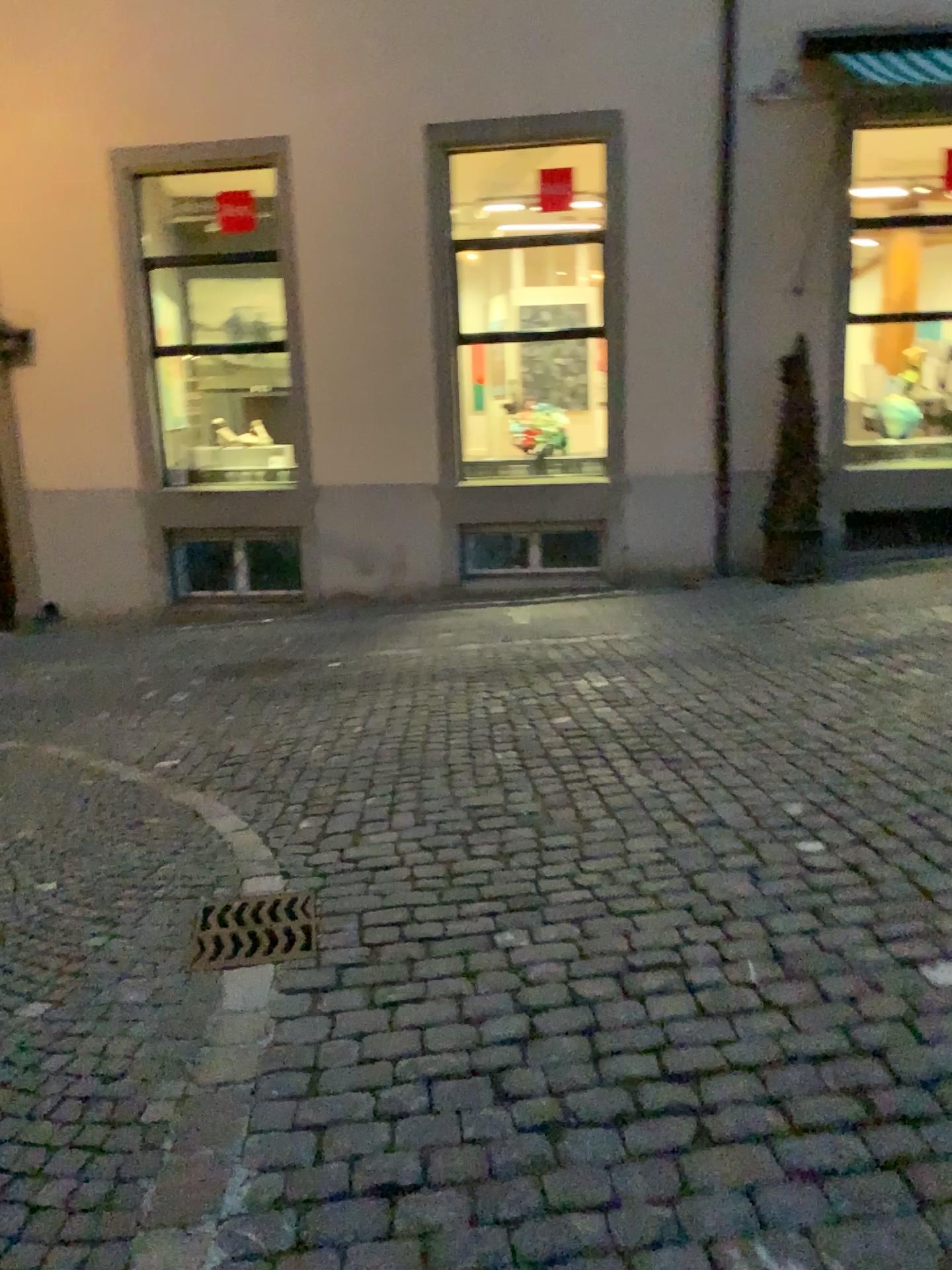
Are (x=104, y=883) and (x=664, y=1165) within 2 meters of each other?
no
